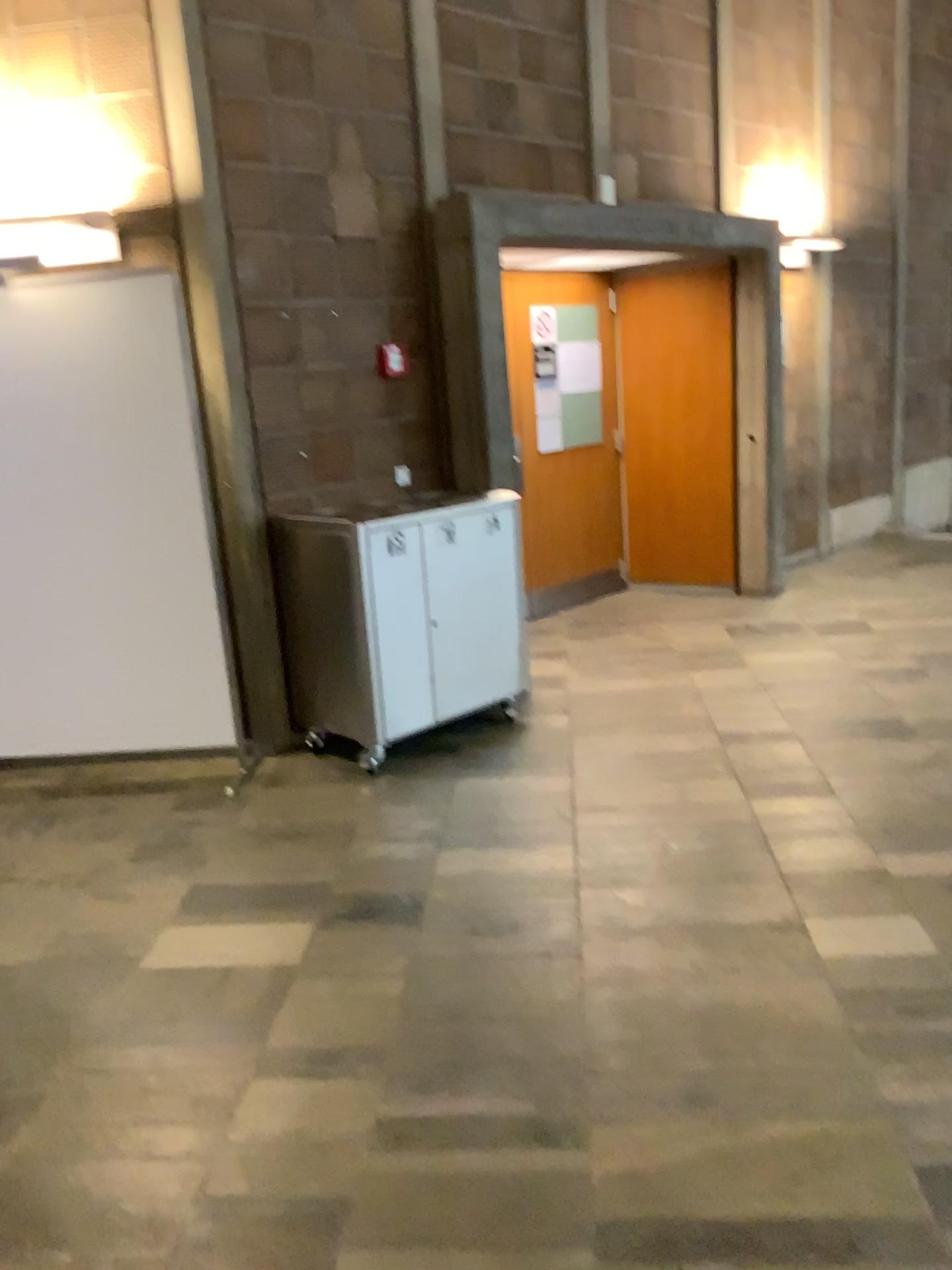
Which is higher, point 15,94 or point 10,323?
point 15,94

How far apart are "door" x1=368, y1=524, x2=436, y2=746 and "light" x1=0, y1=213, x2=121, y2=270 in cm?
142

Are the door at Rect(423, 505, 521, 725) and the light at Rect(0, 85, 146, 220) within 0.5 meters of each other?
no

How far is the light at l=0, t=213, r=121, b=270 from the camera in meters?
3.8 m

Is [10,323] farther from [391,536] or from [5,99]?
[391,536]

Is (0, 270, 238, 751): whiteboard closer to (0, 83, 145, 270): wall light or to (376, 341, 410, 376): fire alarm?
(0, 83, 145, 270): wall light

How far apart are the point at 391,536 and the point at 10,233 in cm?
175

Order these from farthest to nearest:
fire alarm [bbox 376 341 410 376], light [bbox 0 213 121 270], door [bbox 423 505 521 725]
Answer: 1. fire alarm [bbox 376 341 410 376]
2. door [bbox 423 505 521 725]
3. light [bbox 0 213 121 270]

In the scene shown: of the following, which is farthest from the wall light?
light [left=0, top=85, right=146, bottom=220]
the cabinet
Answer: the cabinet

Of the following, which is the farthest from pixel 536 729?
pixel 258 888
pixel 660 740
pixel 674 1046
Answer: pixel 674 1046
